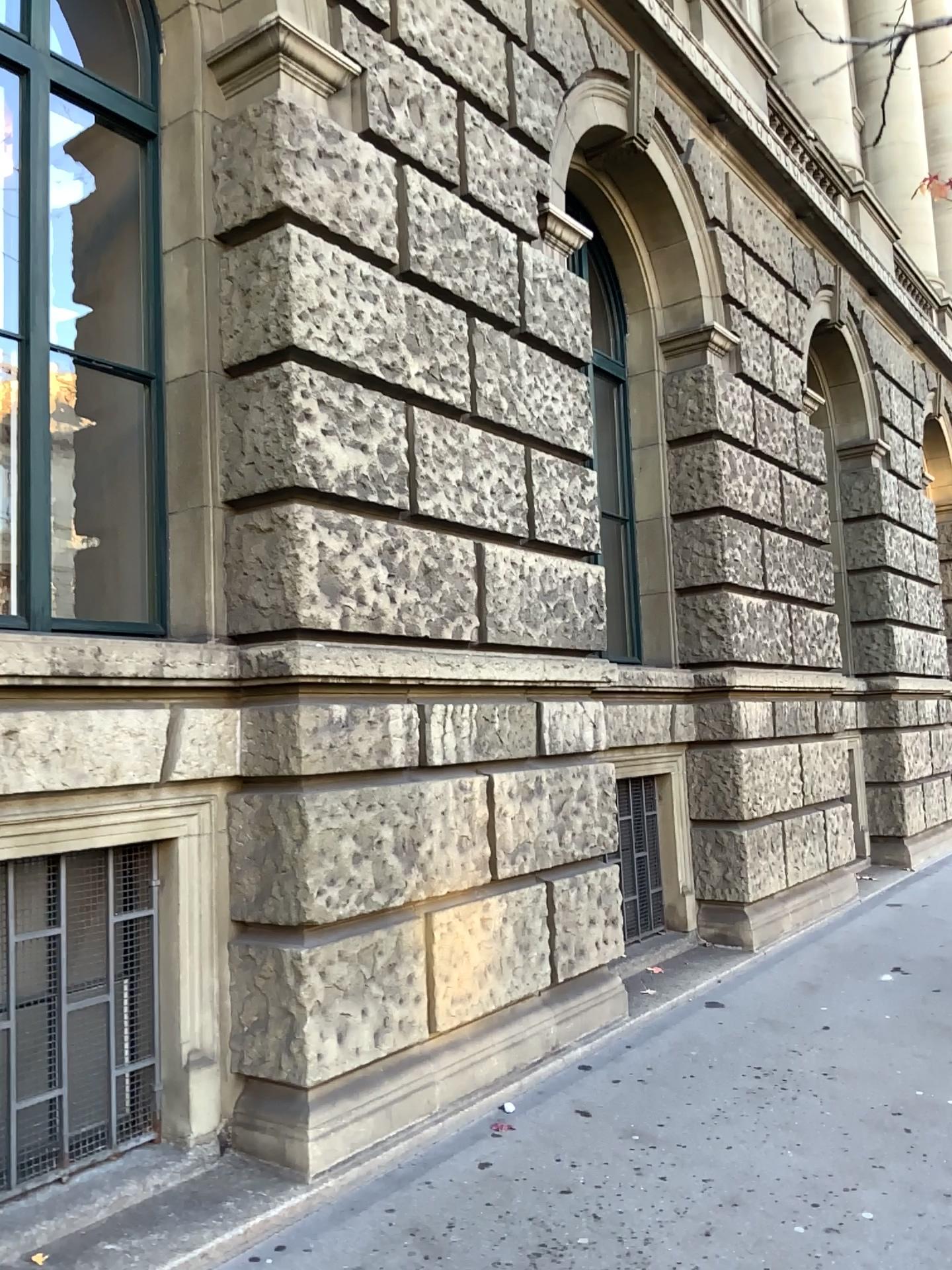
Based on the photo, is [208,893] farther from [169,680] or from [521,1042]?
[521,1042]
